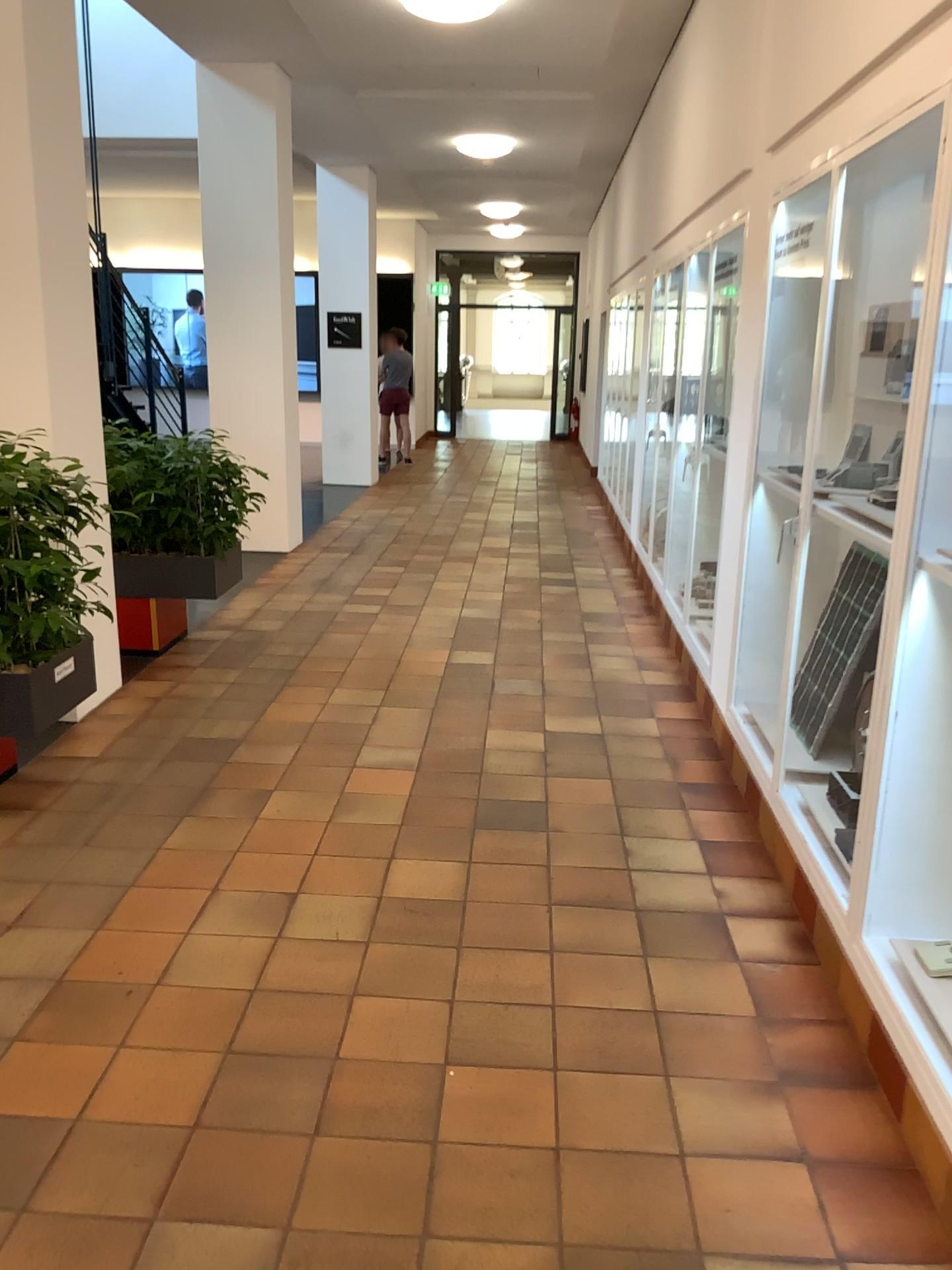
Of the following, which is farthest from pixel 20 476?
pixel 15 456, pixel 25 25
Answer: pixel 25 25

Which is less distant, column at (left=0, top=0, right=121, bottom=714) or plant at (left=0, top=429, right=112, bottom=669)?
plant at (left=0, top=429, right=112, bottom=669)

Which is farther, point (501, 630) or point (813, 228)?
point (501, 630)

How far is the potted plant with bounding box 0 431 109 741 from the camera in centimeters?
339cm

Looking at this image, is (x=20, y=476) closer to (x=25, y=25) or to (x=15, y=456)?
(x=15, y=456)

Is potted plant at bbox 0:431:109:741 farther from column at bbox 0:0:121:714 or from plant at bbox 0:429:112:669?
column at bbox 0:0:121:714

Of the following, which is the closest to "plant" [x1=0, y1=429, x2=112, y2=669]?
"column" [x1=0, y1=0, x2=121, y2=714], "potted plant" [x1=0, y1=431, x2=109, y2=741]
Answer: "potted plant" [x1=0, y1=431, x2=109, y2=741]

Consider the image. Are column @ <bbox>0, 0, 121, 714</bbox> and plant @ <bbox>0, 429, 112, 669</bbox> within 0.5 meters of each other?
no

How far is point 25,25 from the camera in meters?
4.1 m

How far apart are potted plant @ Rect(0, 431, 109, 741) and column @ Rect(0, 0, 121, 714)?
0.7m
